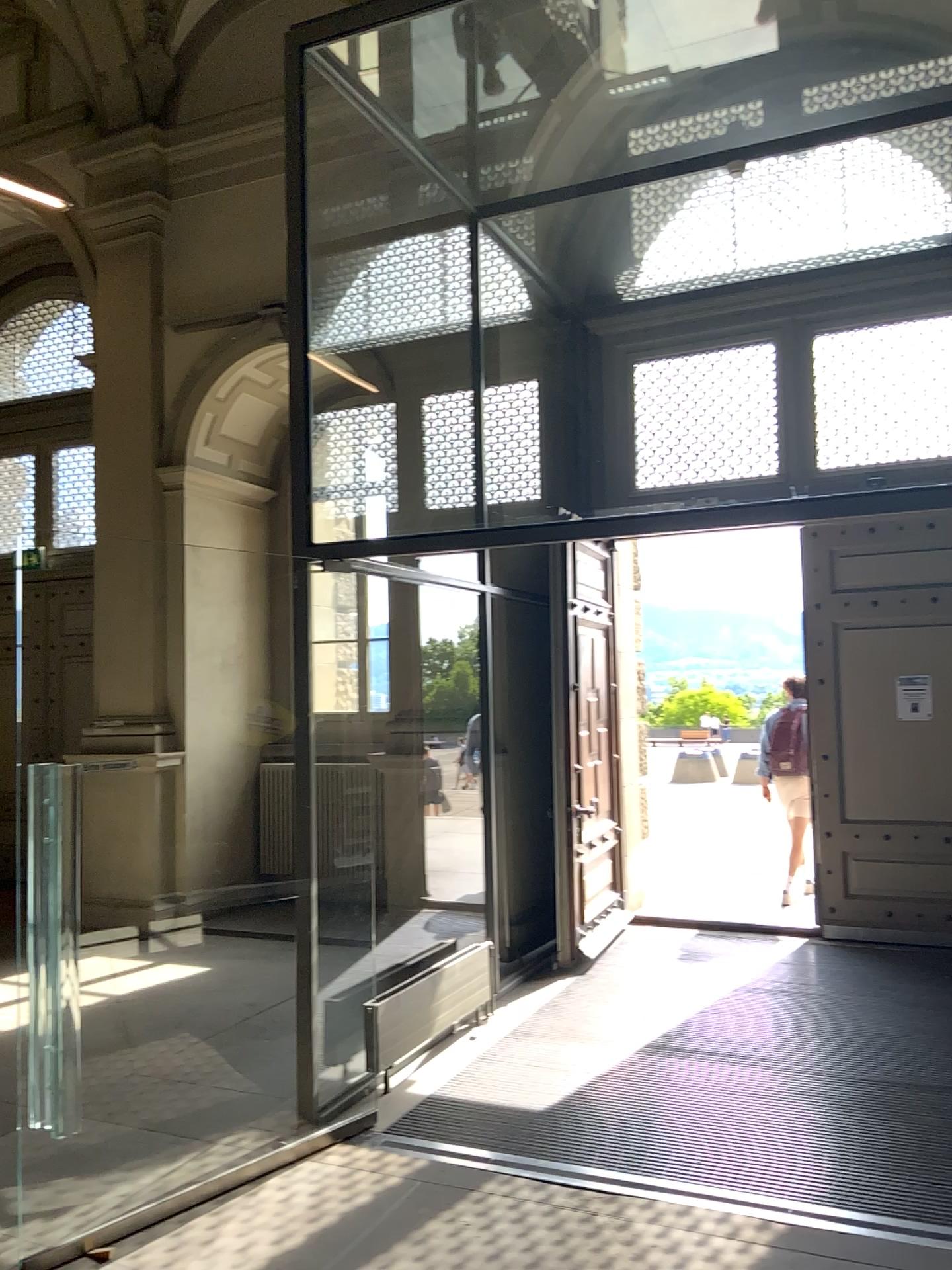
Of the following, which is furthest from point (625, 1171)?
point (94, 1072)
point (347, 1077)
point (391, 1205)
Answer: point (94, 1072)
